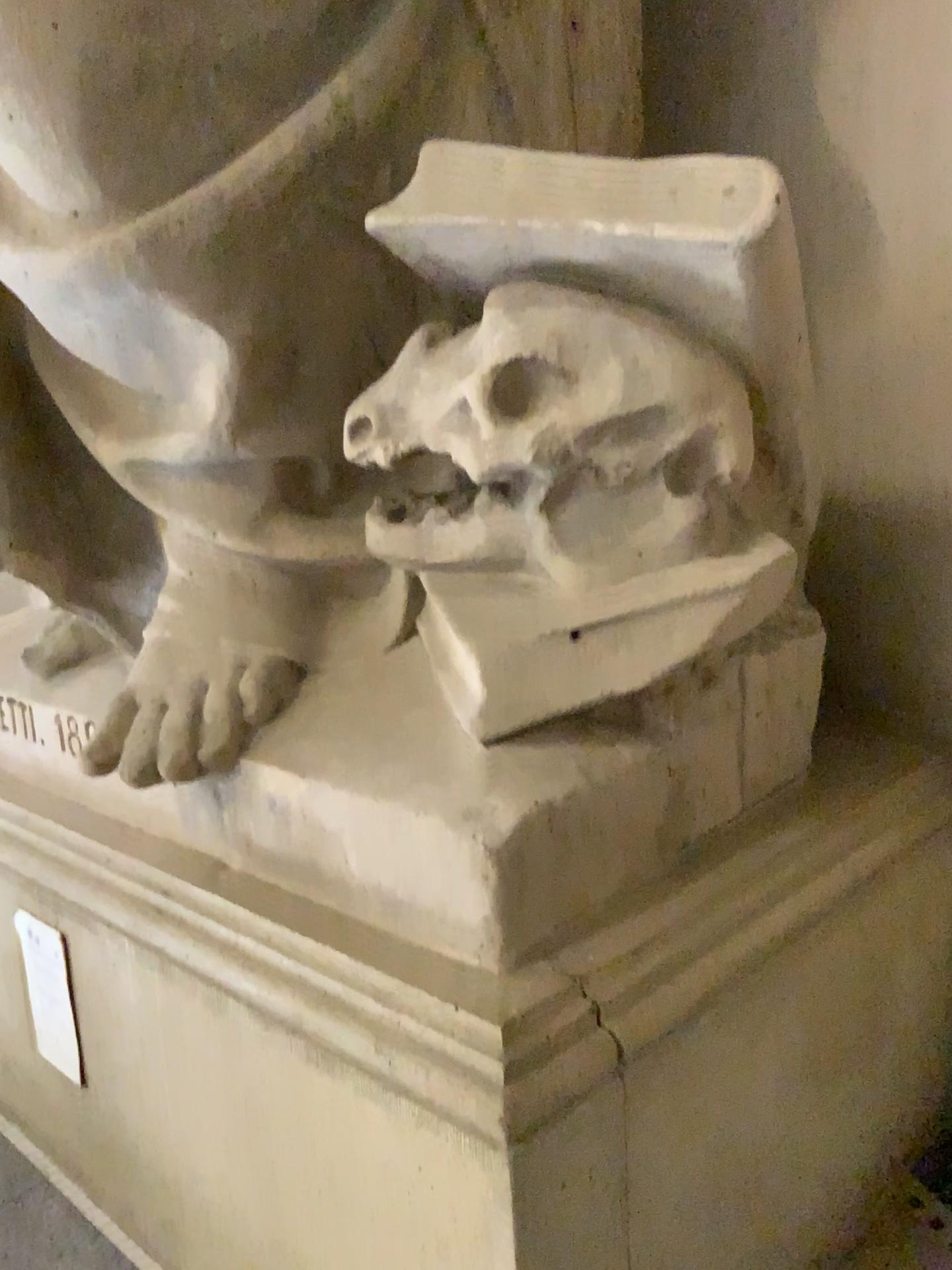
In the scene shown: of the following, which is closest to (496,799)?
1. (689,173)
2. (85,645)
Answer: (689,173)

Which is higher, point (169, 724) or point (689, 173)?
point (689, 173)

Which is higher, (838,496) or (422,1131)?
(838,496)

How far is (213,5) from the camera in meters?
1.0 m

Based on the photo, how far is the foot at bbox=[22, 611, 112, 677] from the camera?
1.5m

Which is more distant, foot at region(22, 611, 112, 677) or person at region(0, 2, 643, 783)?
foot at region(22, 611, 112, 677)

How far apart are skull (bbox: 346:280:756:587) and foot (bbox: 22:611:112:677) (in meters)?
0.59

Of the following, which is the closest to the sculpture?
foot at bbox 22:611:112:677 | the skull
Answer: the skull

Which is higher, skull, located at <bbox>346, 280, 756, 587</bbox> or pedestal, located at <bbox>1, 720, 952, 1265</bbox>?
skull, located at <bbox>346, 280, 756, 587</bbox>

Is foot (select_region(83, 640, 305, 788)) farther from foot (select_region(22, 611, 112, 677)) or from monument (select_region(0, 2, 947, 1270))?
foot (select_region(22, 611, 112, 677))
